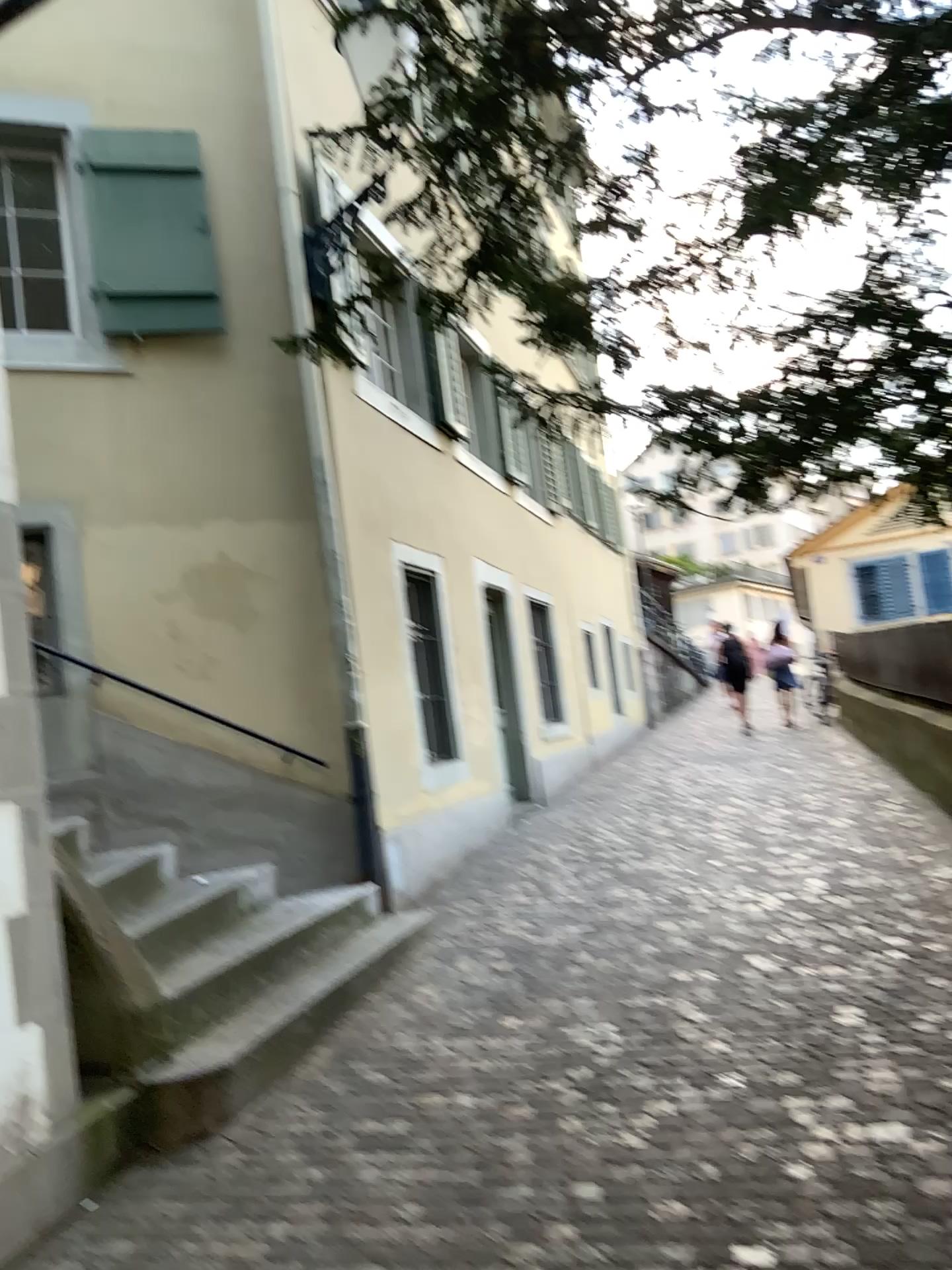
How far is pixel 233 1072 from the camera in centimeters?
390cm
